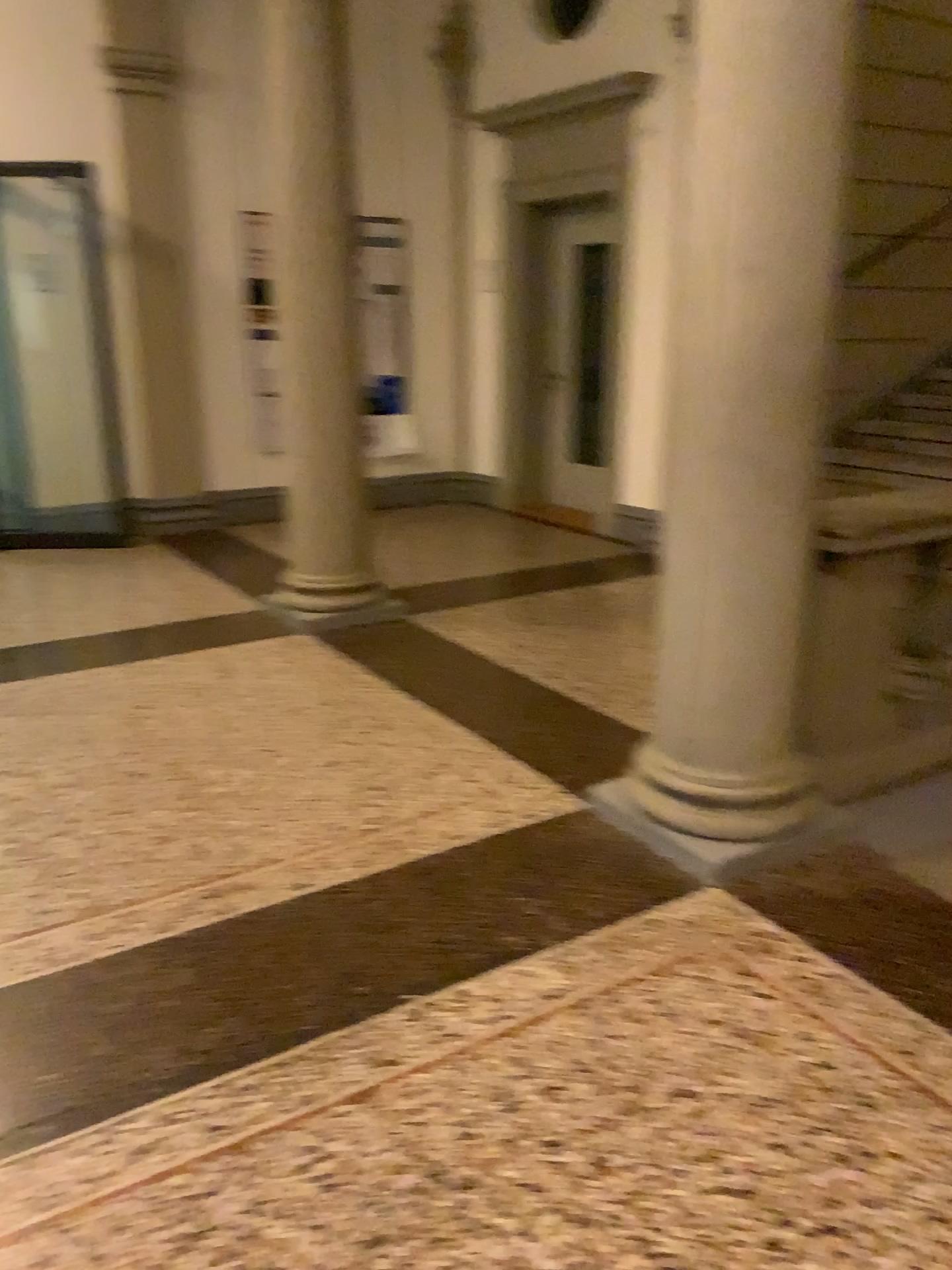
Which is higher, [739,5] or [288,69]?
[288,69]

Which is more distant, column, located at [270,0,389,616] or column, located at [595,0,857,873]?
column, located at [270,0,389,616]

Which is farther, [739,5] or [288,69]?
[288,69]

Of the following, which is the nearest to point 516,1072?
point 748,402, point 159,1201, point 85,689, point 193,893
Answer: point 159,1201
